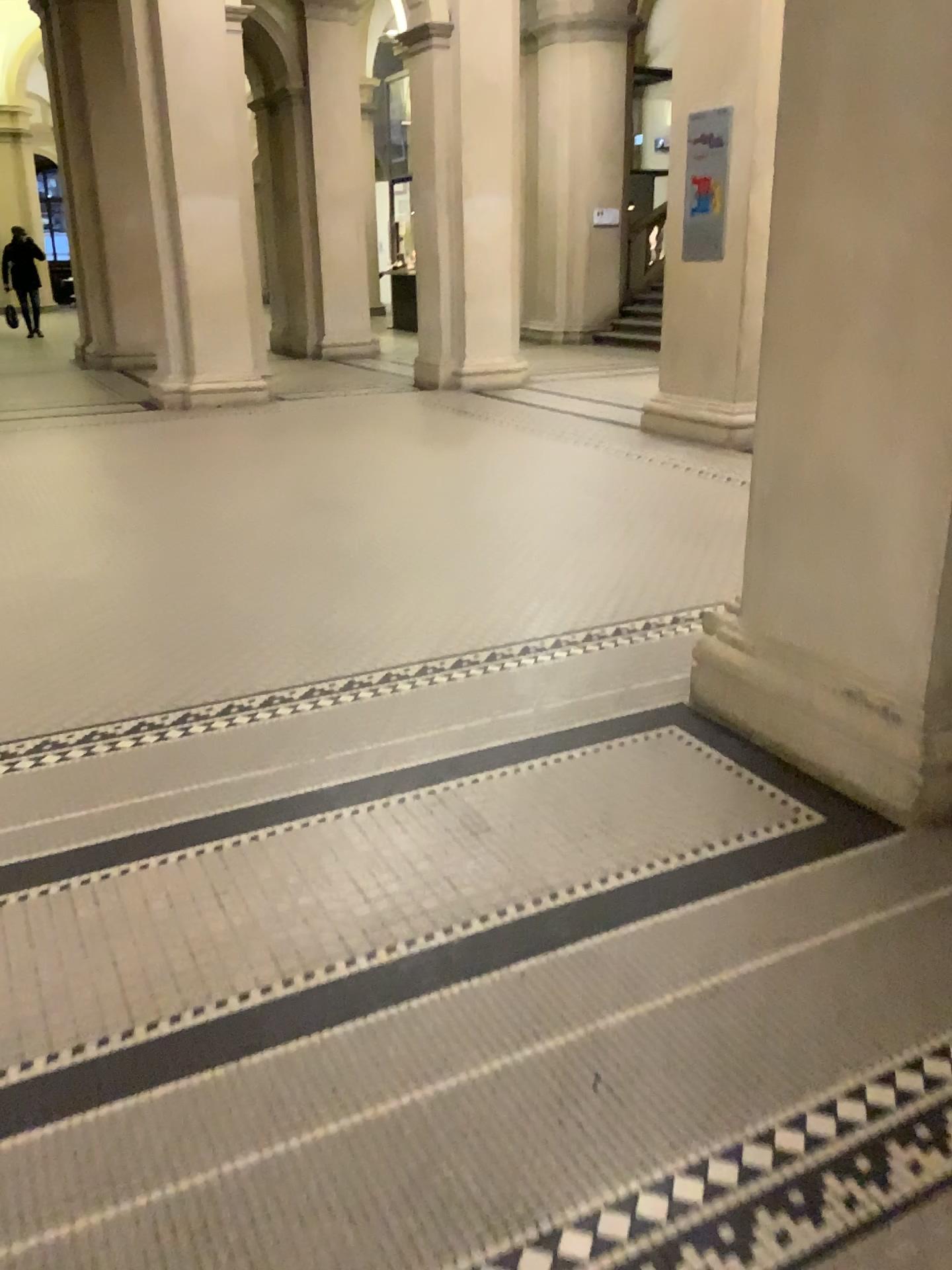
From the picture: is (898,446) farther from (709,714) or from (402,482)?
(402,482)
